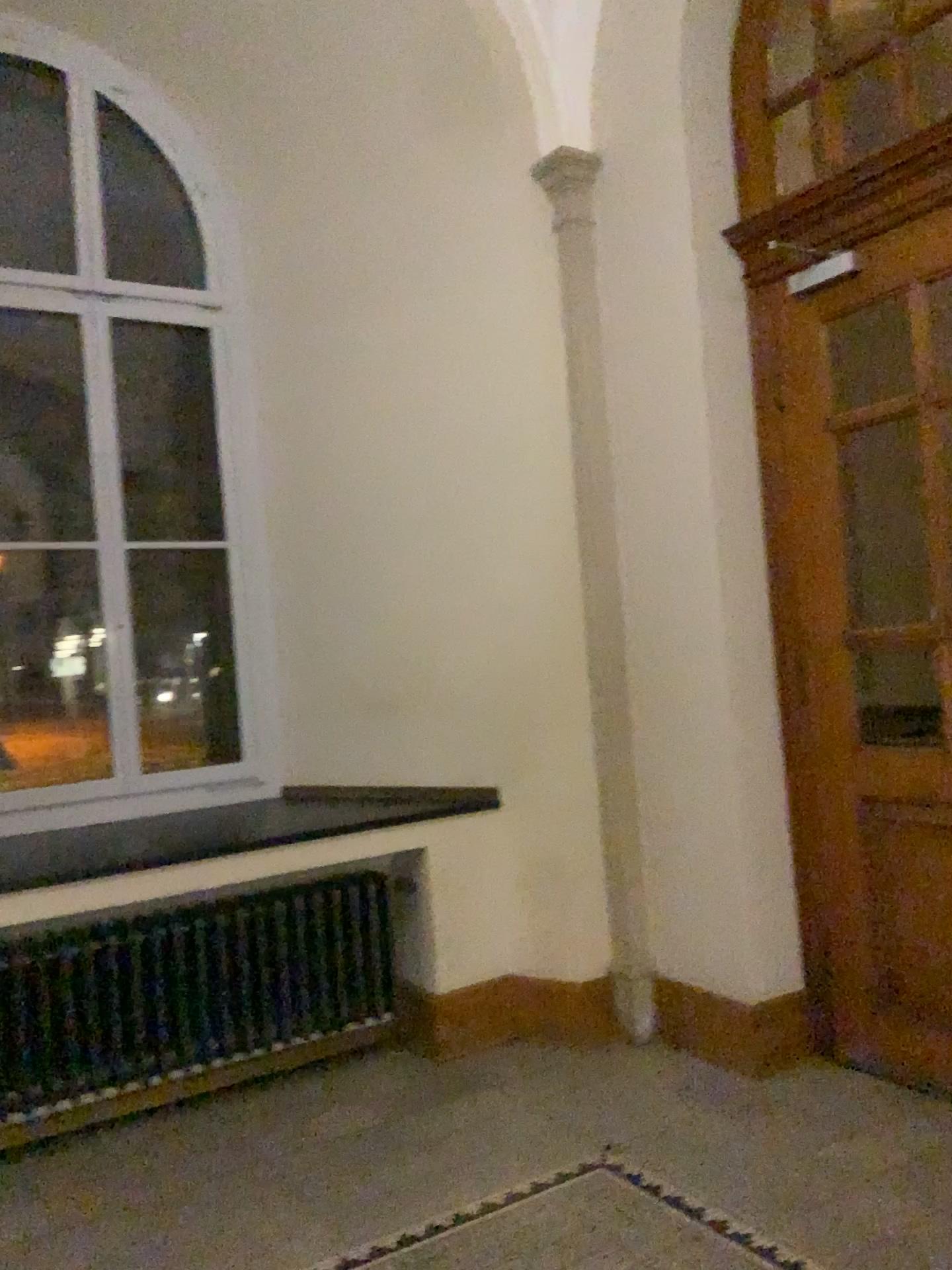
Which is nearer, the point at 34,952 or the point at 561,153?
the point at 34,952

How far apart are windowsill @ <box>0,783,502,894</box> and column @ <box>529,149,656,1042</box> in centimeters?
43cm

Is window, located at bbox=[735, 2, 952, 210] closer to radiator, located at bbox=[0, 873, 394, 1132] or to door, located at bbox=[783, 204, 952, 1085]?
door, located at bbox=[783, 204, 952, 1085]

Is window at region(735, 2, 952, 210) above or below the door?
above

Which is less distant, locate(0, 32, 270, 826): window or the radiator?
the radiator

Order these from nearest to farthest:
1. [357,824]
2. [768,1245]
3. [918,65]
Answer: [768,1245] → [918,65] → [357,824]

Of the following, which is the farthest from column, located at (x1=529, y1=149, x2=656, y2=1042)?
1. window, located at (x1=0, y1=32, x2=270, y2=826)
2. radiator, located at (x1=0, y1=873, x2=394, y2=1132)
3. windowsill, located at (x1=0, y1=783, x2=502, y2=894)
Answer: window, located at (x1=0, y1=32, x2=270, y2=826)

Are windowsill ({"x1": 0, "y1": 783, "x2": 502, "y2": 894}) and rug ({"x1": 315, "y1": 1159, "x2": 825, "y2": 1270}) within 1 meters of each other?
no

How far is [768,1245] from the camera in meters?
2.5

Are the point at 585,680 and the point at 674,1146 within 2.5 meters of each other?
yes
